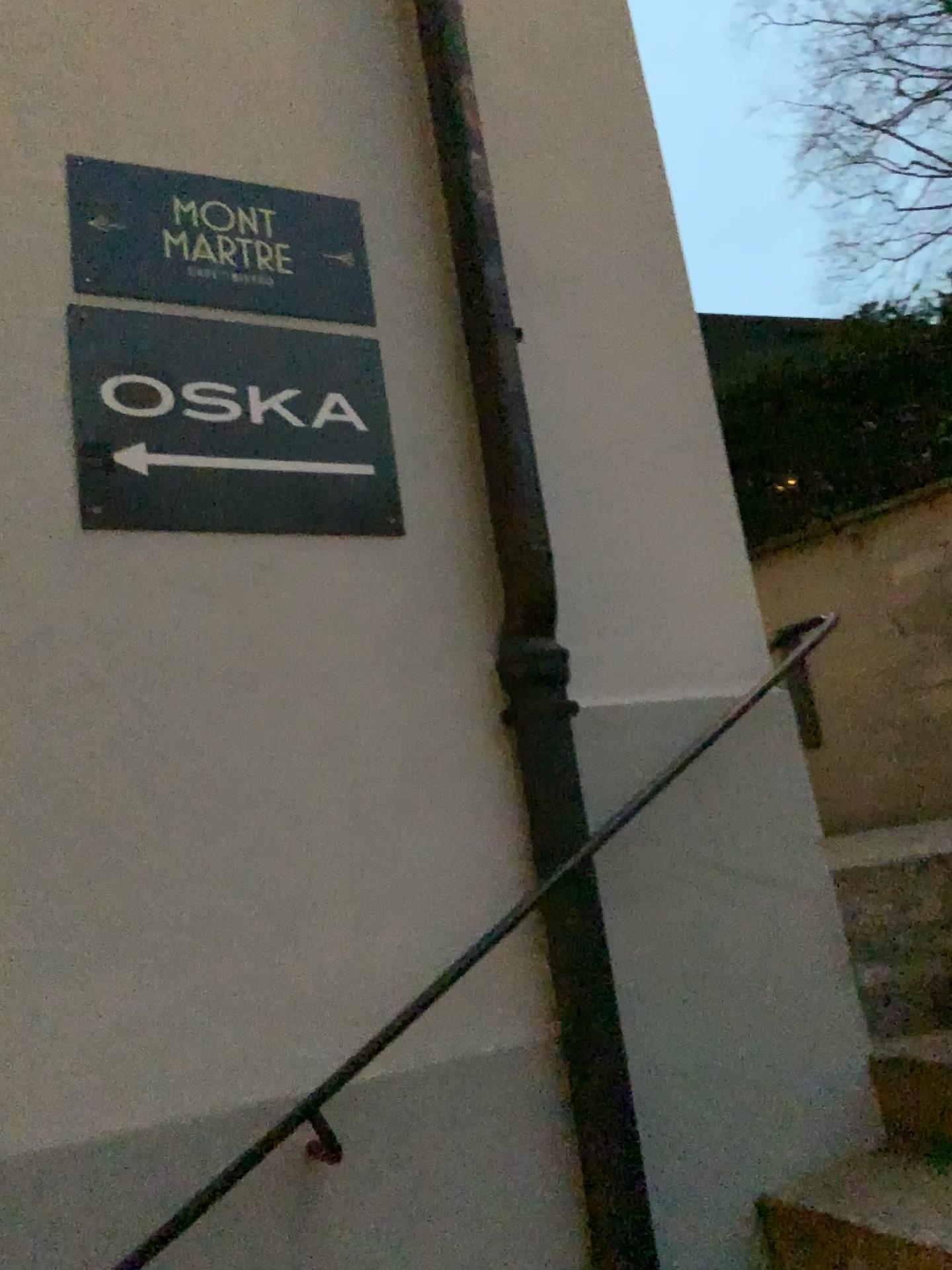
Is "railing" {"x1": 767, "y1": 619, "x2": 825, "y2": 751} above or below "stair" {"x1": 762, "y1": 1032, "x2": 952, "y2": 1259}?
above

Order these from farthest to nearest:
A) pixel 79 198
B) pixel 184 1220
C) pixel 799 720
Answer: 1. pixel 799 720
2. pixel 79 198
3. pixel 184 1220

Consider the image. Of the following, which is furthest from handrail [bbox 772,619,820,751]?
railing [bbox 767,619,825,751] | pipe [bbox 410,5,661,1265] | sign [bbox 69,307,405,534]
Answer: sign [bbox 69,307,405,534]

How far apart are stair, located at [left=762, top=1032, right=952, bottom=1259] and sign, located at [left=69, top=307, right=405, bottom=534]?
1.3m

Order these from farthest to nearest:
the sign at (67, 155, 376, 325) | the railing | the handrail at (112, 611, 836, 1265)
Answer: the railing, the sign at (67, 155, 376, 325), the handrail at (112, 611, 836, 1265)

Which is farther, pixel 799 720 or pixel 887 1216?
pixel 799 720

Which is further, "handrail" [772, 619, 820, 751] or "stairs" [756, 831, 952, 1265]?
"handrail" [772, 619, 820, 751]

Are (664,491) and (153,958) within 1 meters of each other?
no

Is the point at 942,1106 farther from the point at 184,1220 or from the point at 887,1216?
the point at 184,1220

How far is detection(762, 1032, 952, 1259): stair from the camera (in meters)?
1.63
